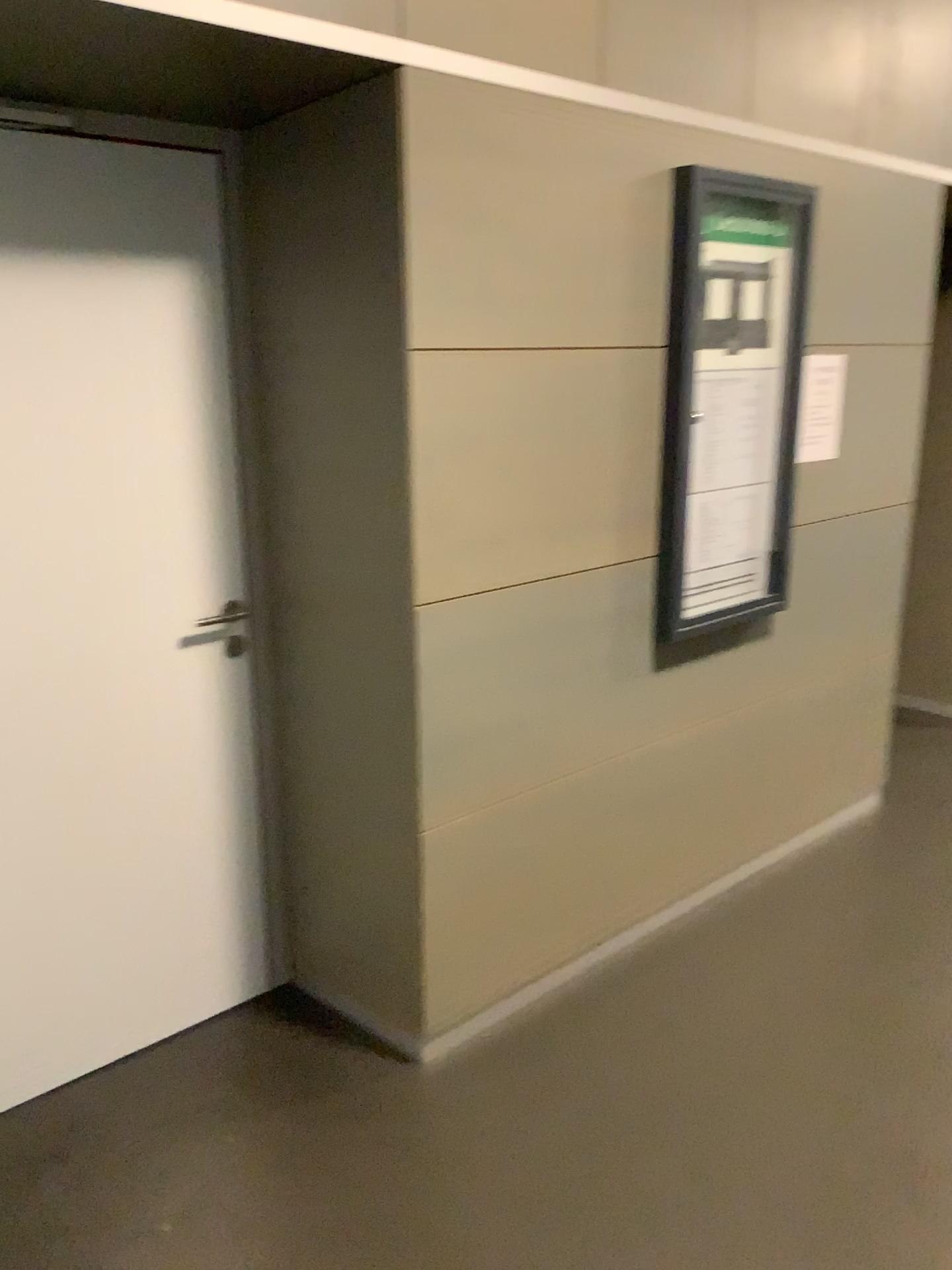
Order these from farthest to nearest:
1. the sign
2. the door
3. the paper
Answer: the paper → the sign → the door

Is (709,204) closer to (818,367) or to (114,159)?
(818,367)

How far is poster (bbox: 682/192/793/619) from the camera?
2.6 meters

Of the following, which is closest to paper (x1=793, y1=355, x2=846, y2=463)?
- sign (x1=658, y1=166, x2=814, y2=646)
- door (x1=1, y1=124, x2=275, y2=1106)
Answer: sign (x1=658, y1=166, x2=814, y2=646)

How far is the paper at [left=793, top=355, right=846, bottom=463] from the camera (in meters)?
2.91

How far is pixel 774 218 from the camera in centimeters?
263cm

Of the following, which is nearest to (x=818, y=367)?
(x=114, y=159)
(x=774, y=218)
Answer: (x=774, y=218)

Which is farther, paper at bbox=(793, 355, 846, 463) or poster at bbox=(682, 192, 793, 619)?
paper at bbox=(793, 355, 846, 463)

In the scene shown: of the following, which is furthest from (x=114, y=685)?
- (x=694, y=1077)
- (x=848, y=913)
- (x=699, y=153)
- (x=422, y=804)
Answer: (x=848, y=913)

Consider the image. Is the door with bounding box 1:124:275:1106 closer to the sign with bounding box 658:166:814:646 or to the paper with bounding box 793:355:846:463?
the sign with bounding box 658:166:814:646
